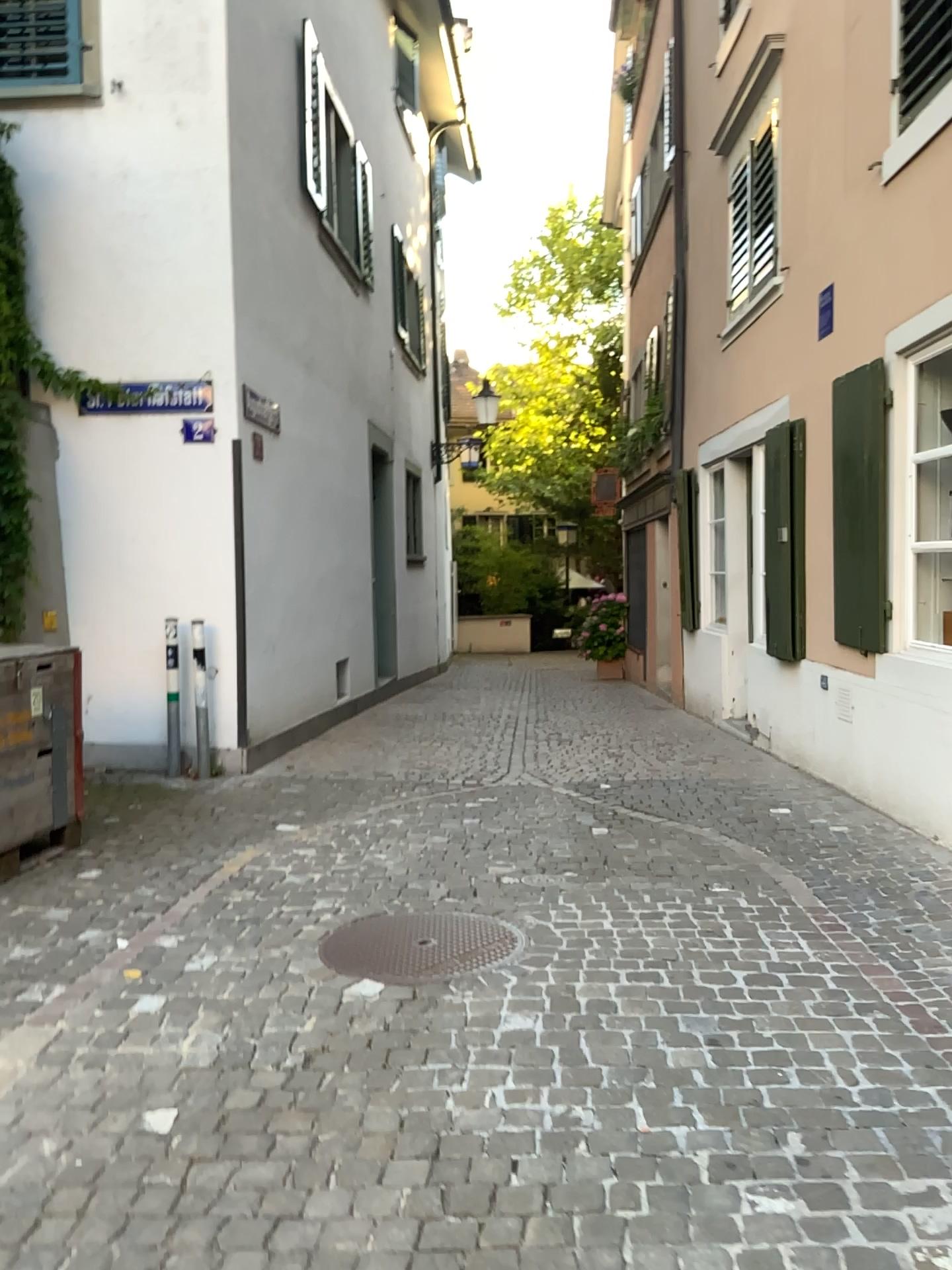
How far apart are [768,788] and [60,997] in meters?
4.2
